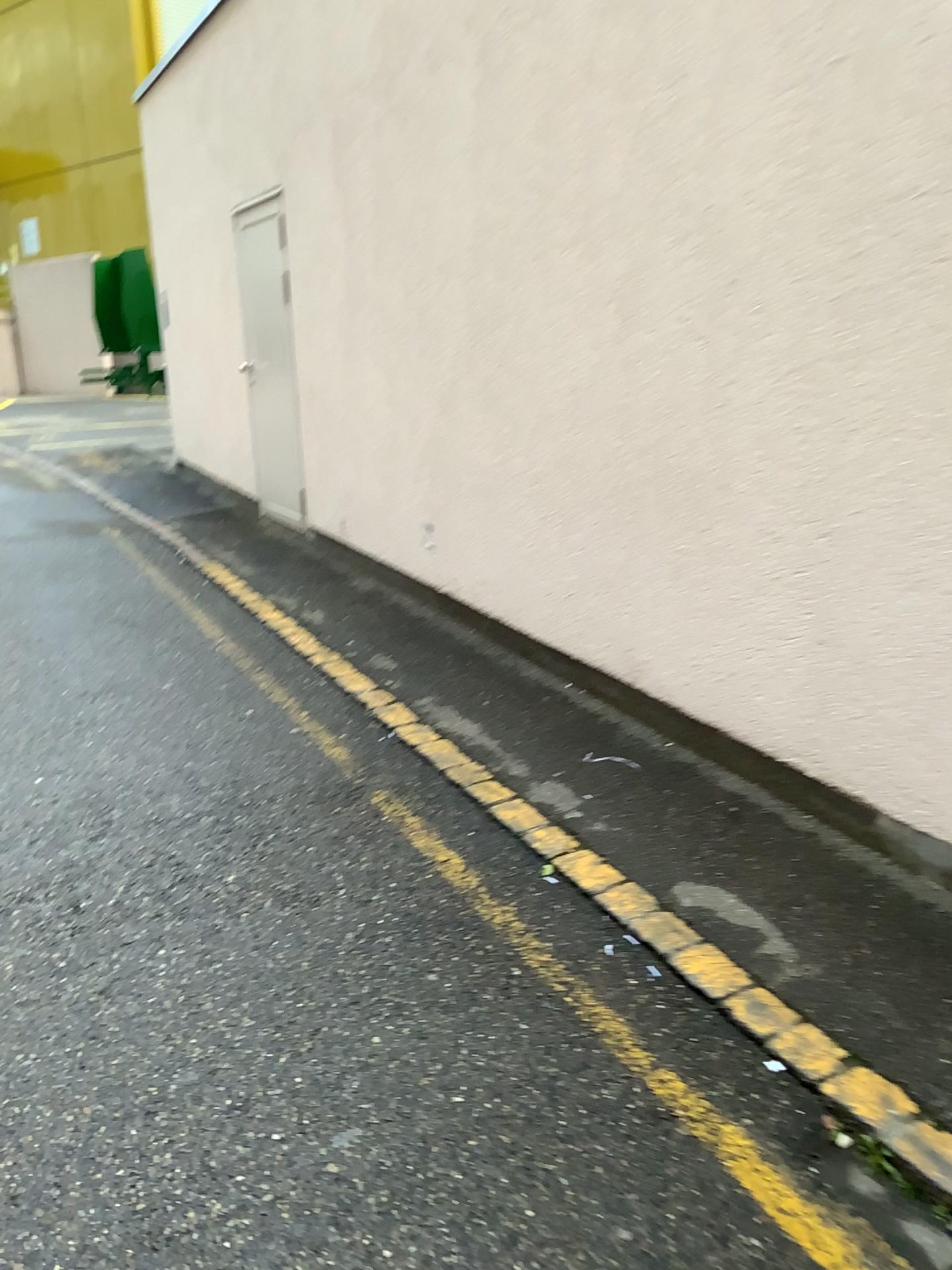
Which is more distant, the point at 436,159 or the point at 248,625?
the point at 248,625
